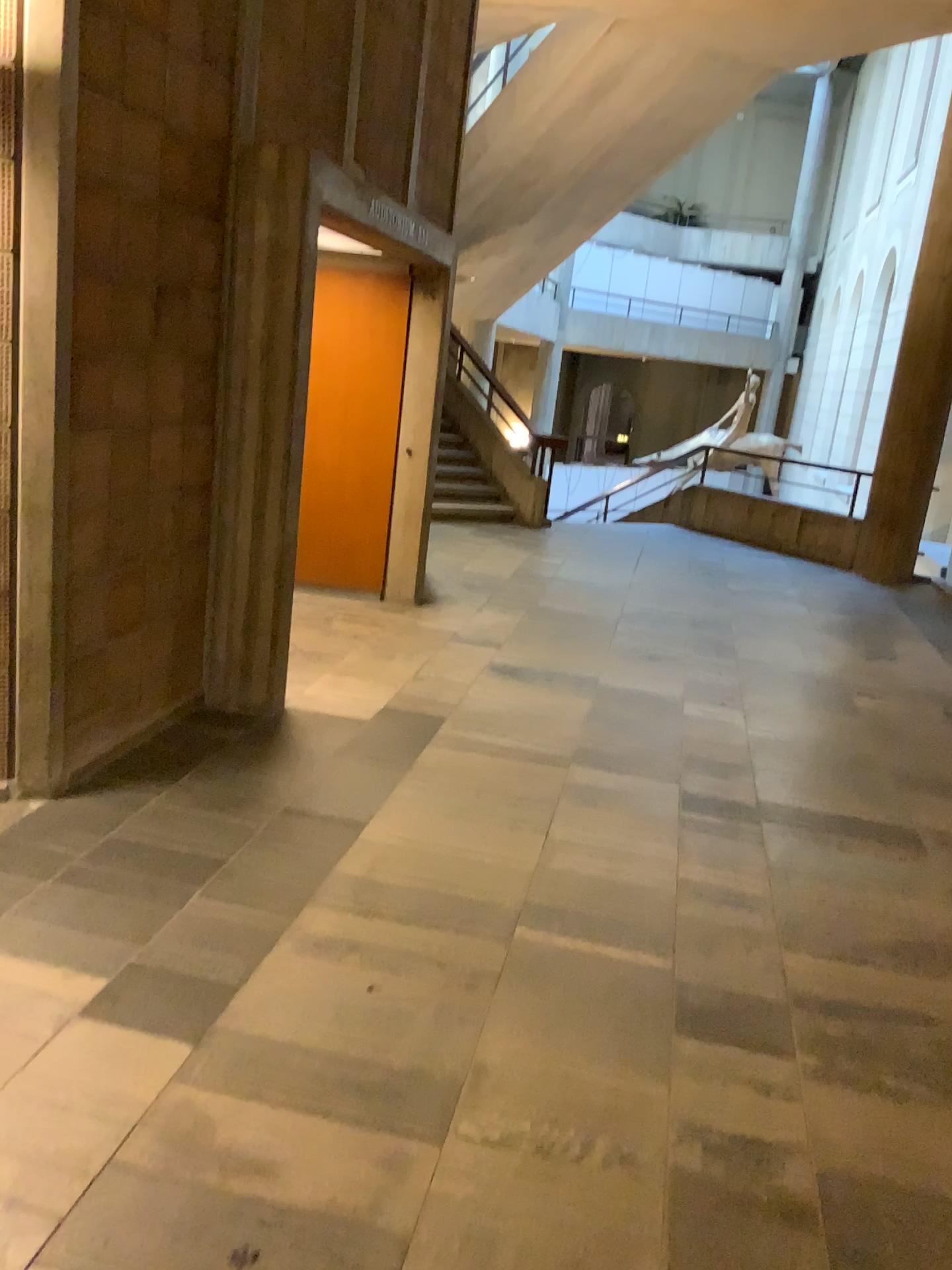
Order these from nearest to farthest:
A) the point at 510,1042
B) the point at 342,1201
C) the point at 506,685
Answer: the point at 342,1201 → the point at 510,1042 → the point at 506,685
